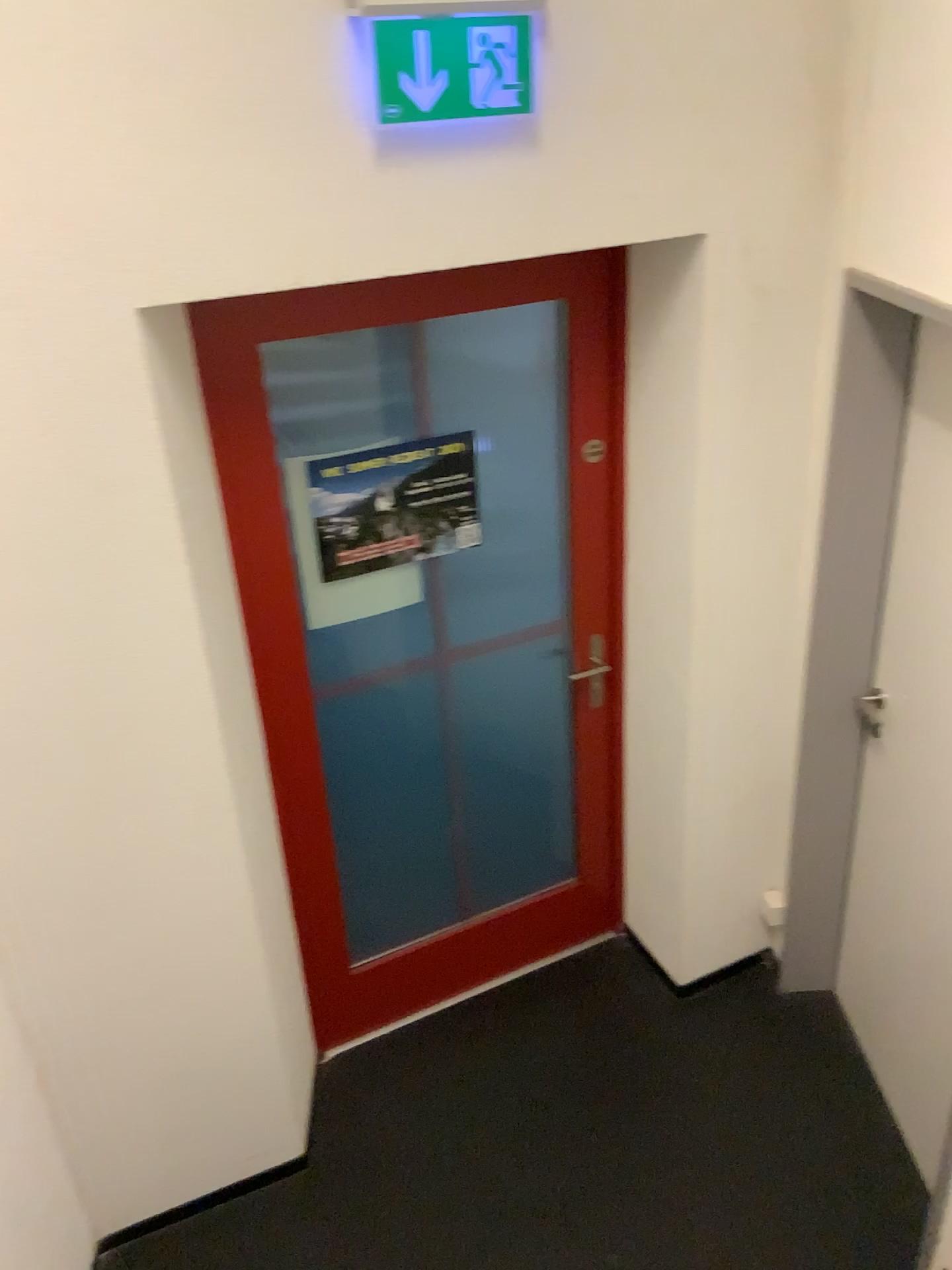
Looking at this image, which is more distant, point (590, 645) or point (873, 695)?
point (590, 645)

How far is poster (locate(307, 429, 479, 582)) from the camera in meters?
2.4 m

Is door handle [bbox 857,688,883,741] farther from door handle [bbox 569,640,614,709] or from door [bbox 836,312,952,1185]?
door handle [bbox 569,640,614,709]

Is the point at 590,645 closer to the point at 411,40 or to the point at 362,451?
the point at 362,451

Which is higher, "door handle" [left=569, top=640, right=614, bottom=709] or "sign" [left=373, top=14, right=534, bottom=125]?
"sign" [left=373, top=14, right=534, bottom=125]

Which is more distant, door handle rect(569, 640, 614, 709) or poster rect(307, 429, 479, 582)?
door handle rect(569, 640, 614, 709)

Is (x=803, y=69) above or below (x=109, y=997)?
above

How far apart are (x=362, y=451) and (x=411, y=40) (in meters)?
0.88

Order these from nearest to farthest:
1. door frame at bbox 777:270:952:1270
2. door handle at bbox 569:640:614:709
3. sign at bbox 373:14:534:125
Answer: sign at bbox 373:14:534:125, door frame at bbox 777:270:952:1270, door handle at bbox 569:640:614:709

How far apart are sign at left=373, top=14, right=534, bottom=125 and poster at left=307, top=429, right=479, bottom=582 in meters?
0.8
